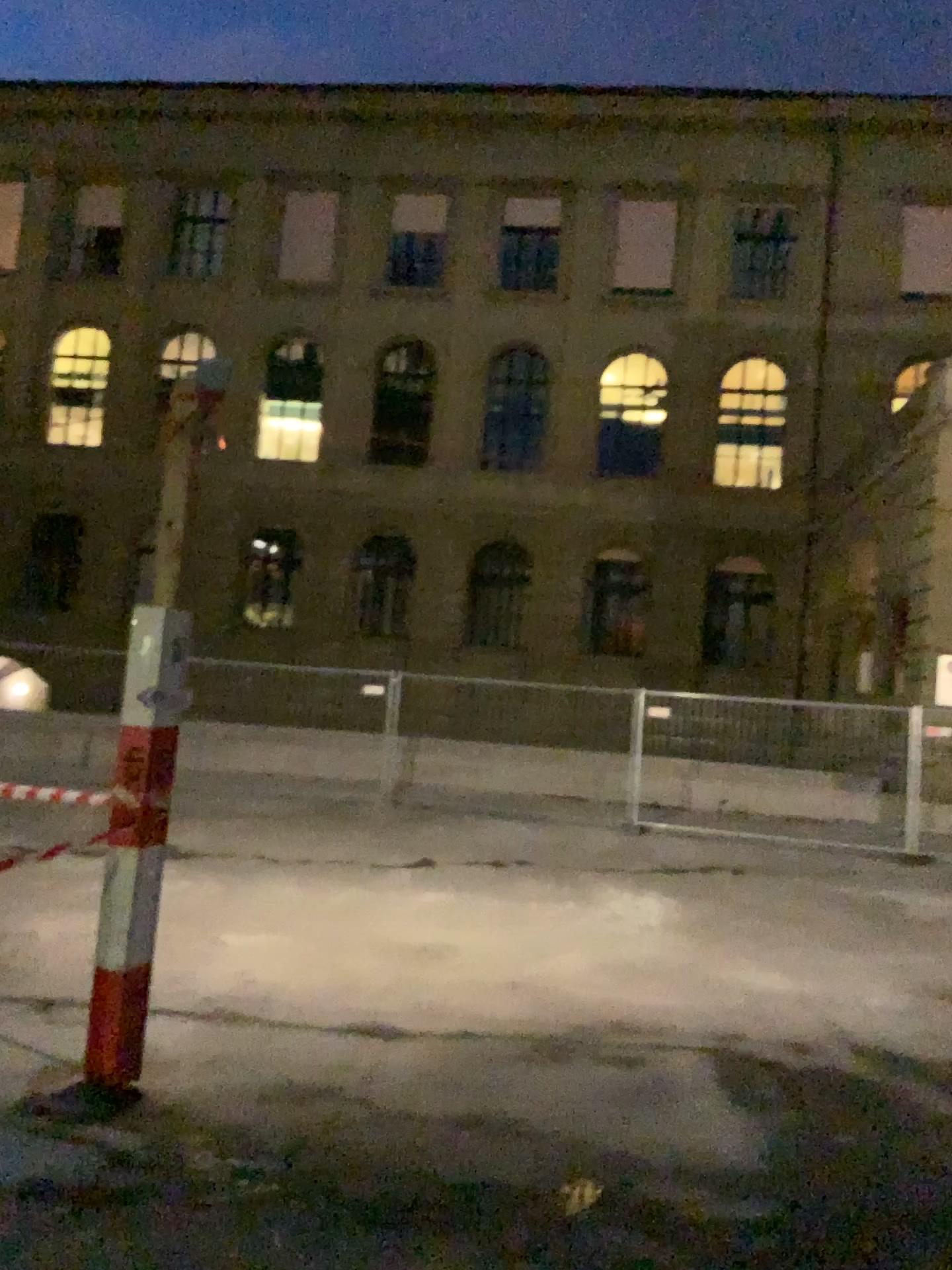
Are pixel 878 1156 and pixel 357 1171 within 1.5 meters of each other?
no
